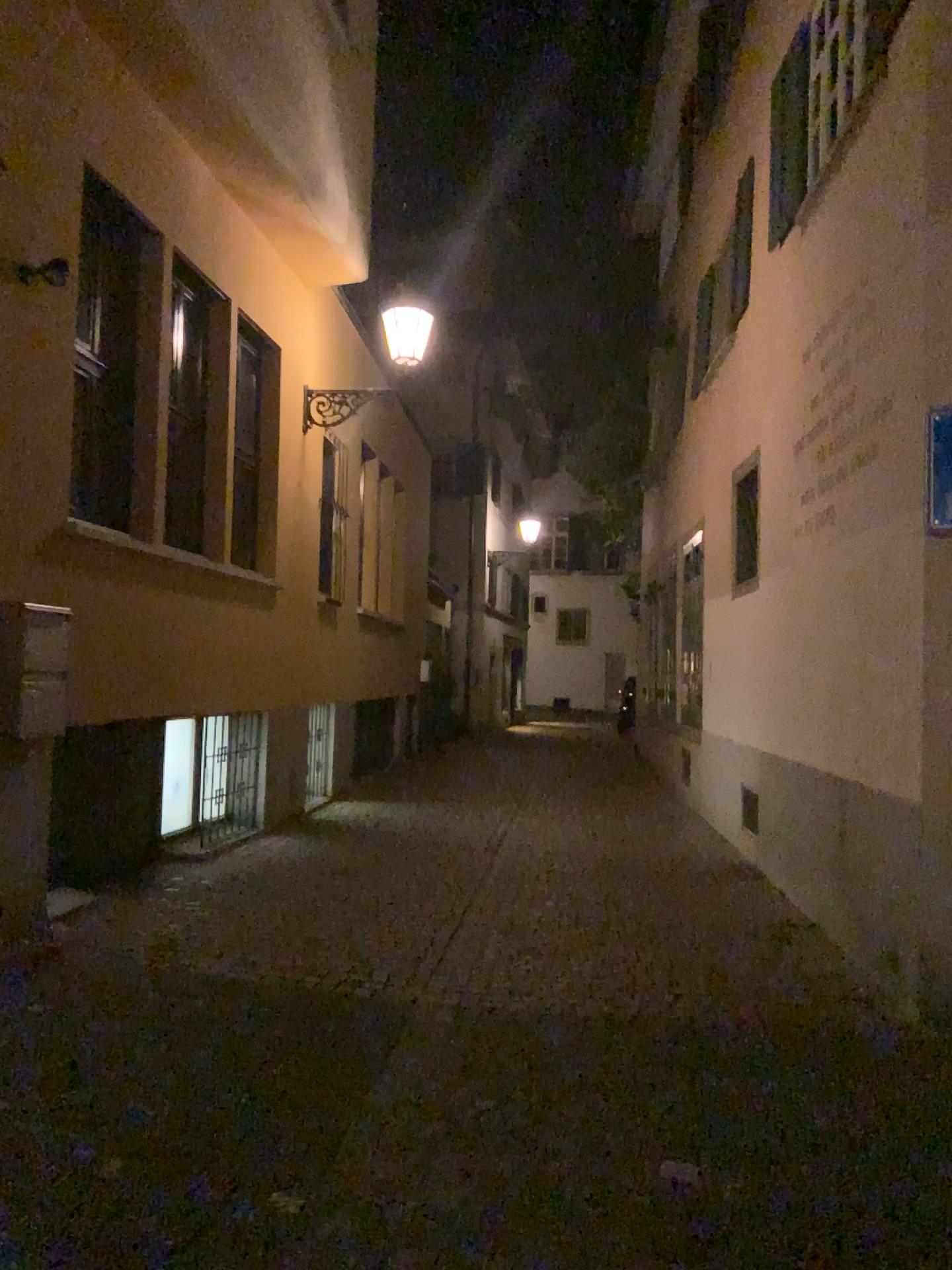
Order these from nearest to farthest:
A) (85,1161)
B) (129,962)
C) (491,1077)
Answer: (85,1161), (491,1077), (129,962)
